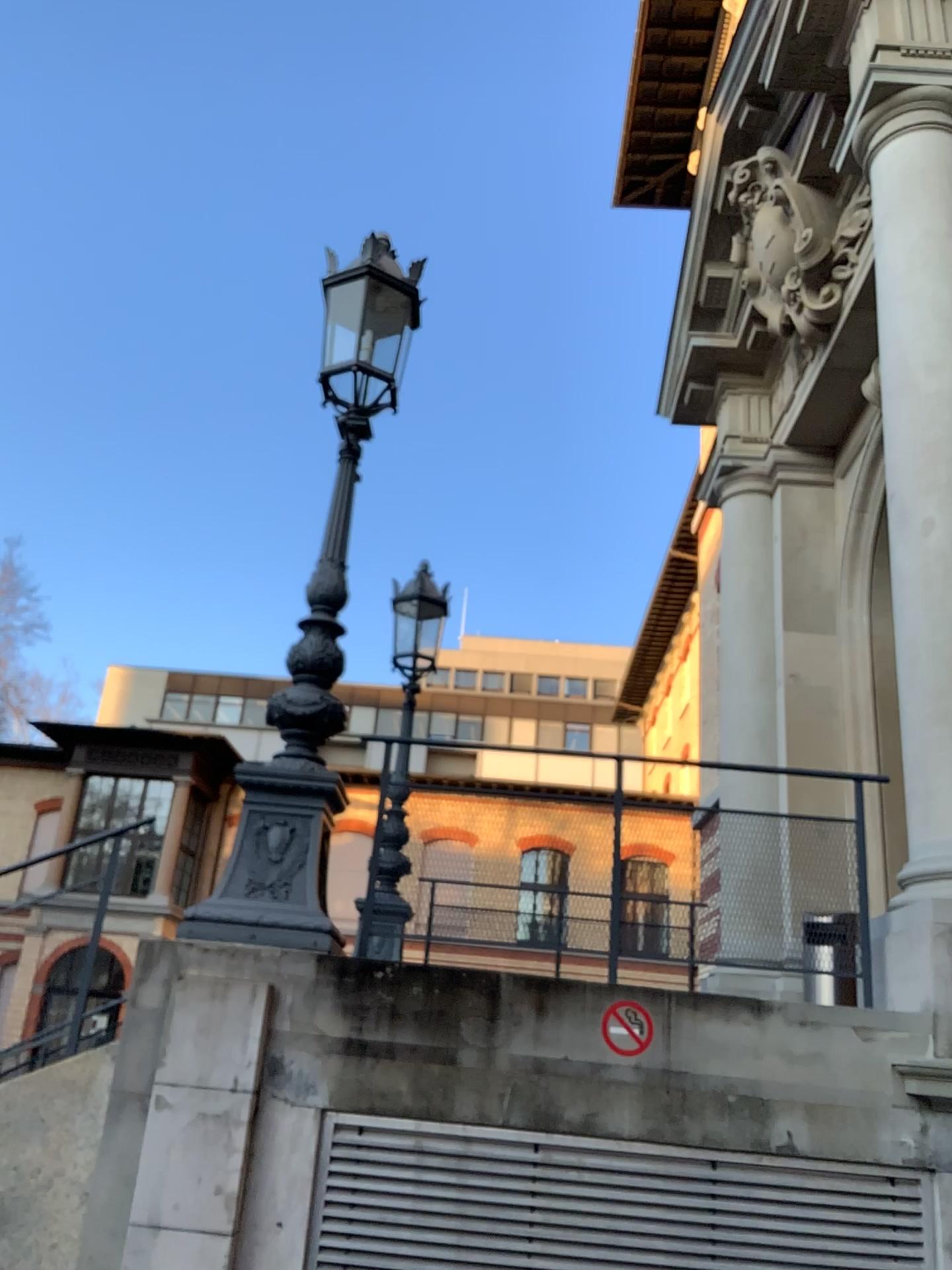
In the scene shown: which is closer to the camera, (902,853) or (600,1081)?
(600,1081)
